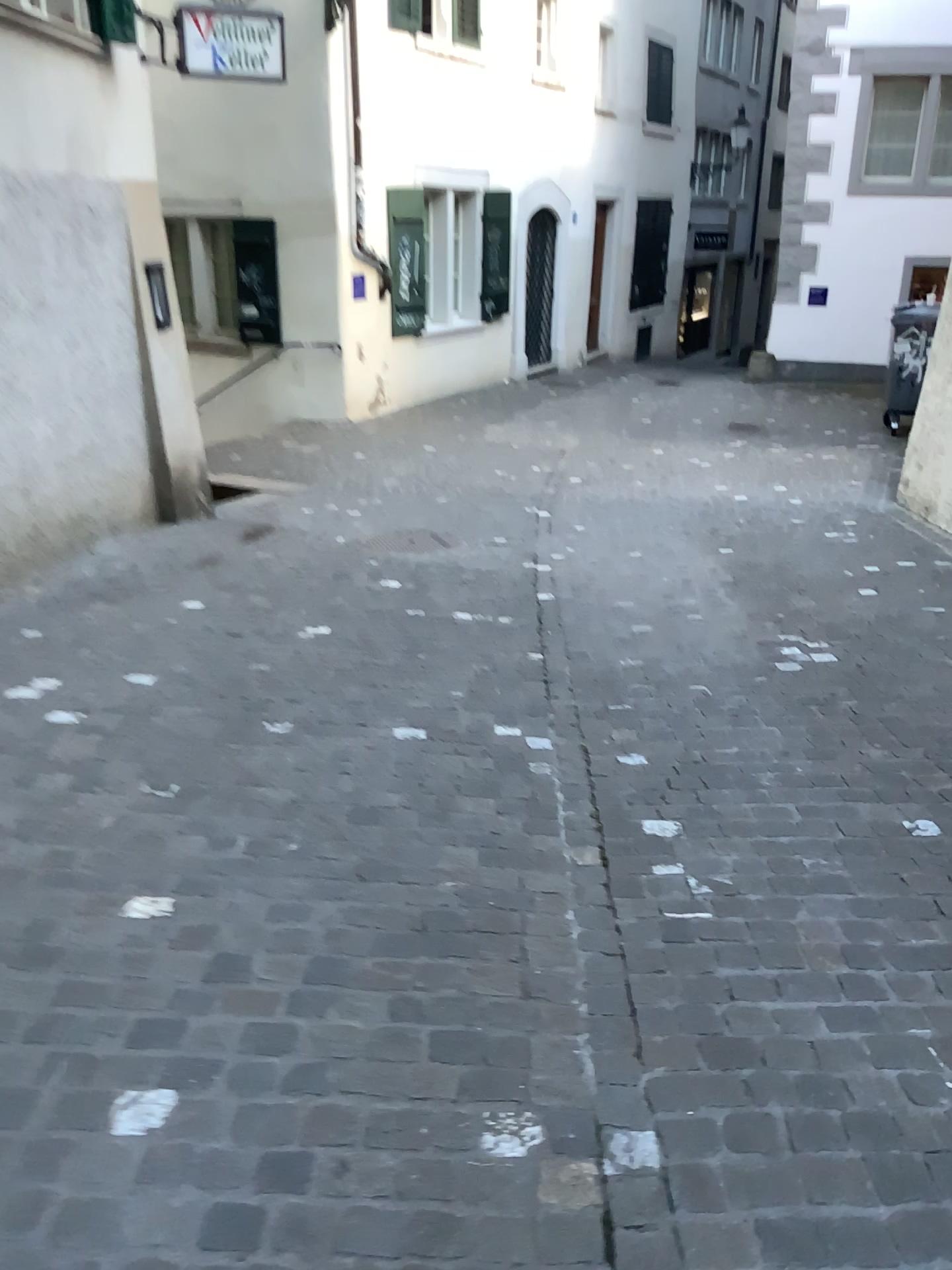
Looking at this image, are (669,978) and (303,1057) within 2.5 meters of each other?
yes
